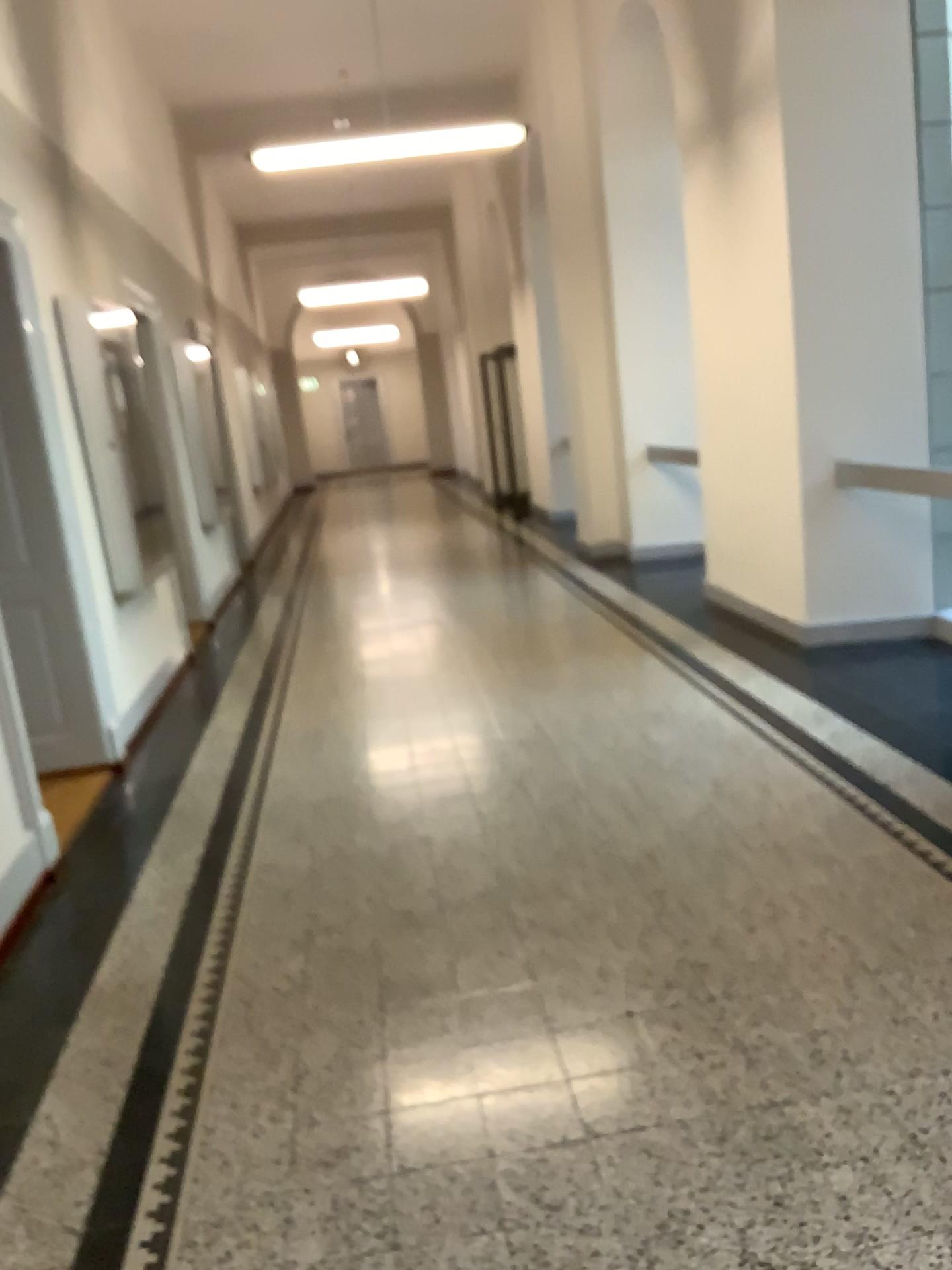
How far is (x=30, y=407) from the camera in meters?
4.7

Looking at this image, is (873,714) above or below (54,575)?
below

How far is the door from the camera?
4.7 meters
